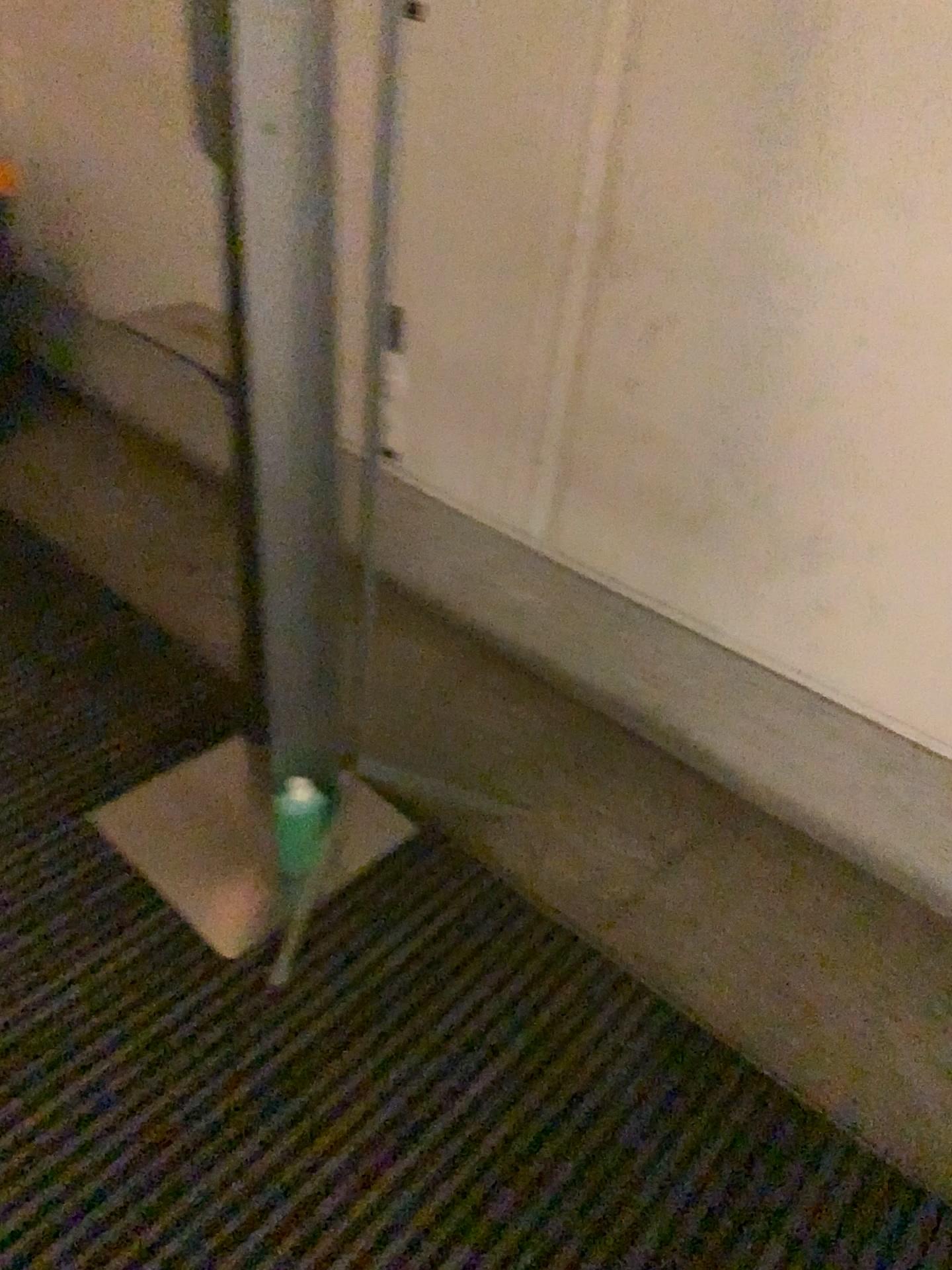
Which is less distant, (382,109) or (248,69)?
(248,69)

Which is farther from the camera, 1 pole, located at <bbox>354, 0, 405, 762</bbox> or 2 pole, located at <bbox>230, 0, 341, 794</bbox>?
1 pole, located at <bbox>354, 0, 405, 762</bbox>

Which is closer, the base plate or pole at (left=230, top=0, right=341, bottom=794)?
pole at (left=230, top=0, right=341, bottom=794)

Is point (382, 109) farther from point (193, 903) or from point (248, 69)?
point (193, 903)

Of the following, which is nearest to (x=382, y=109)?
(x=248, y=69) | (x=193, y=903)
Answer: (x=248, y=69)

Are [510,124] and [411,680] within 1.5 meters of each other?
yes

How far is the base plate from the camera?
1.6m
